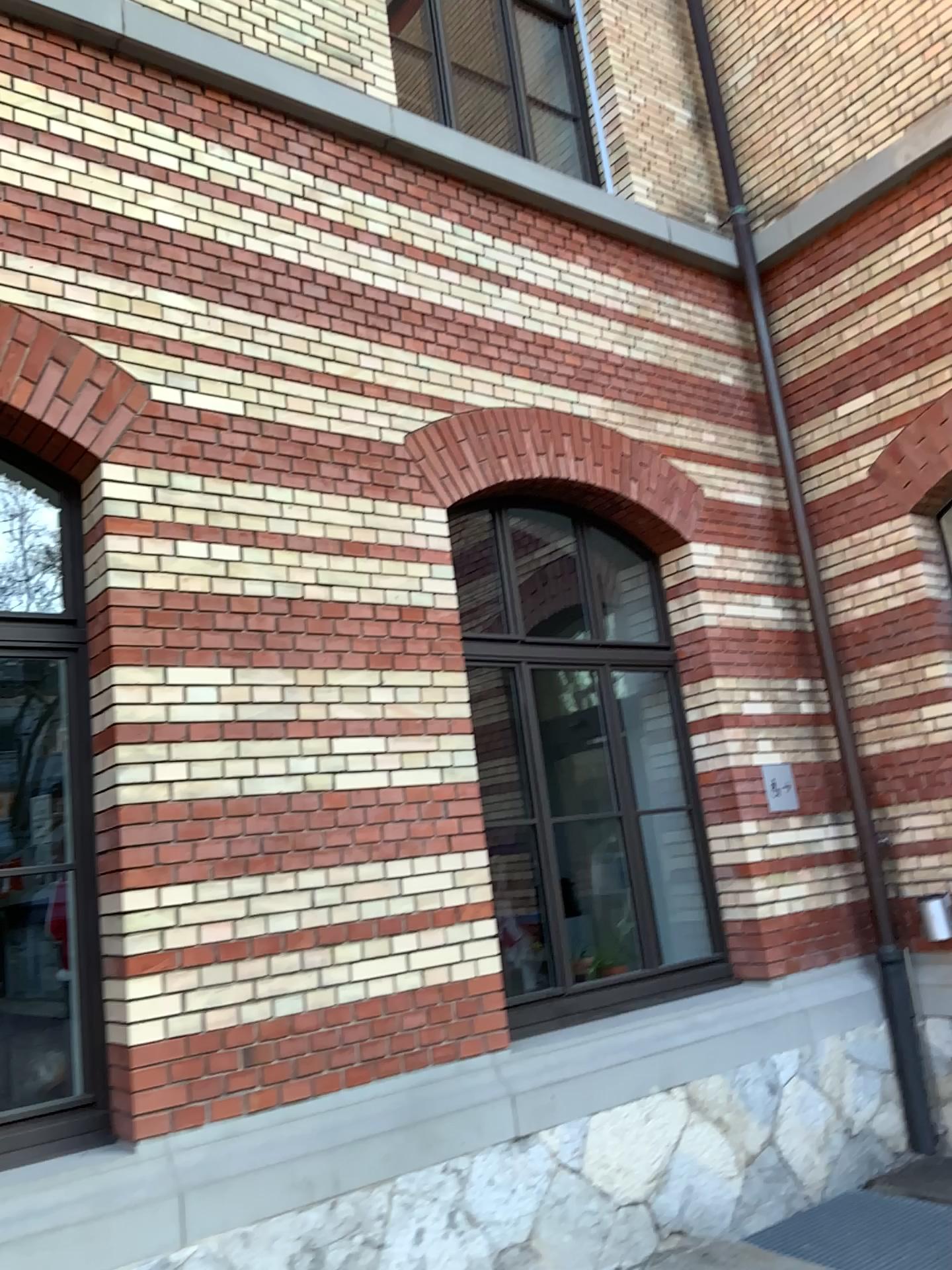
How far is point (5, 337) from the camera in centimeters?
377cm

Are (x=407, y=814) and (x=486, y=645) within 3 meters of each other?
yes

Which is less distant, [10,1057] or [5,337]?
[10,1057]

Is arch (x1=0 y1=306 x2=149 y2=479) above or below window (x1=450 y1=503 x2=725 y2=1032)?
above

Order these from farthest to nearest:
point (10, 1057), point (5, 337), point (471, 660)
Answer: point (471, 660) < point (5, 337) < point (10, 1057)

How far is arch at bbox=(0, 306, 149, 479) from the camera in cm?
377

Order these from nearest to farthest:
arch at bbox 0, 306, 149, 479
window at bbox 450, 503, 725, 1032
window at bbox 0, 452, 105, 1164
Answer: window at bbox 0, 452, 105, 1164 < arch at bbox 0, 306, 149, 479 < window at bbox 450, 503, 725, 1032

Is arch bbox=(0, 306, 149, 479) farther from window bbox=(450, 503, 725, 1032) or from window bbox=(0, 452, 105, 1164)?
window bbox=(450, 503, 725, 1032)

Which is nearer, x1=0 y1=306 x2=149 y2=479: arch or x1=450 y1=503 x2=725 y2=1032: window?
x1=0 y1=306 x2=149 y2=479: arch

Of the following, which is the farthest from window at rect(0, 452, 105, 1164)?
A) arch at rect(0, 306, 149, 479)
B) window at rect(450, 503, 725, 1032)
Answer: window at rect(450, 503, 725, 1032)
